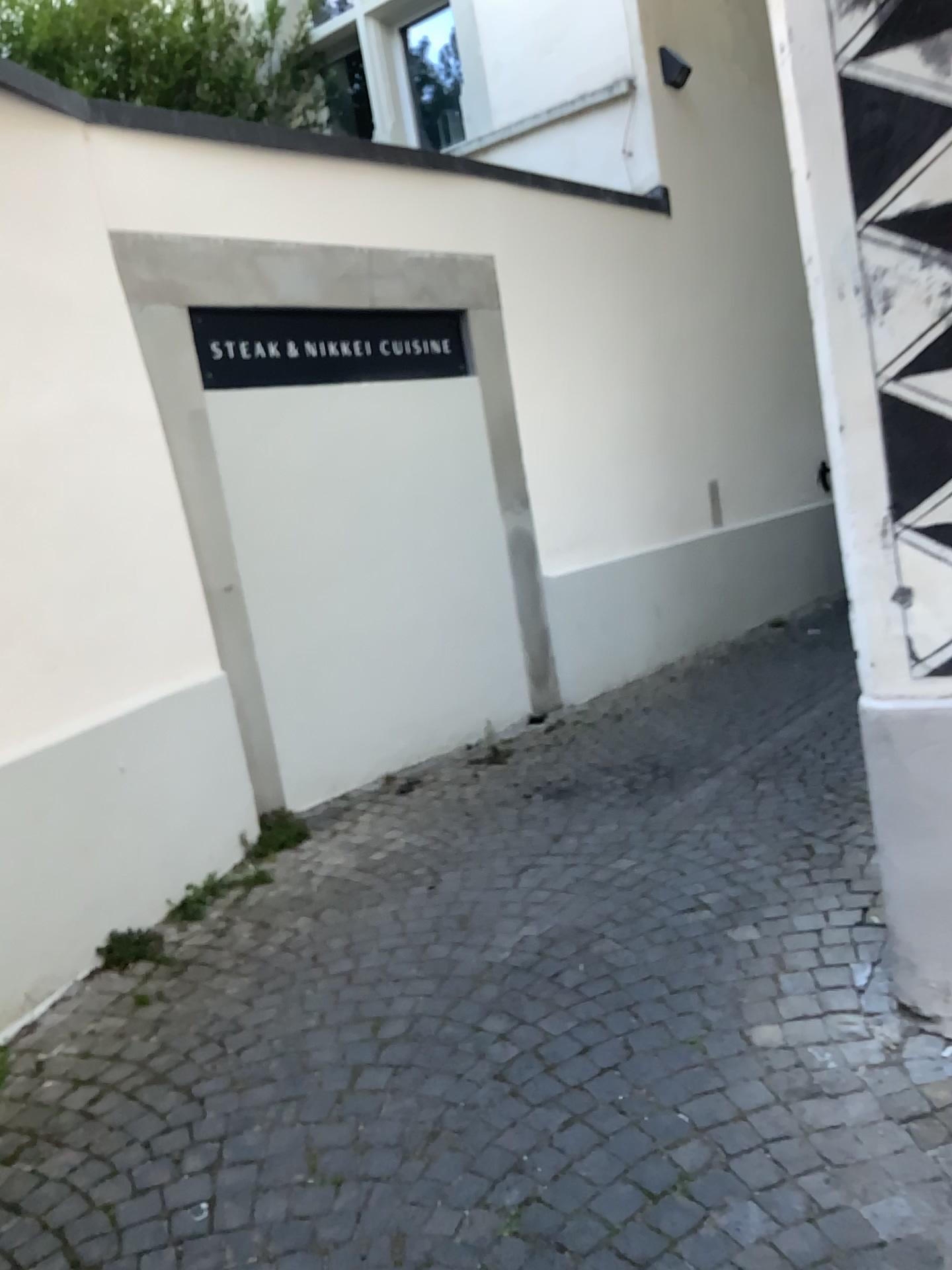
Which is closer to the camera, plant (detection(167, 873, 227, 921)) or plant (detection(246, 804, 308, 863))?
plant (detection(167, 873, 227, 921))

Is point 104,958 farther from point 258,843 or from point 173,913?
point 258,843

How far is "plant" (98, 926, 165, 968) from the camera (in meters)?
2.87

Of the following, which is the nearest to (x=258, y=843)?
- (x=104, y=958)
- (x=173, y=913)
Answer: (x=173, y=913)

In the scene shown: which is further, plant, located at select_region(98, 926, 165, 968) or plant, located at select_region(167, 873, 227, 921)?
plant, located at select_region(167, 873, 227, 921)

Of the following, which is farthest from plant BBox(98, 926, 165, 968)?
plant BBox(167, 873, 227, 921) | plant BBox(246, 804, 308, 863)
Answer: plant BBox(246, 804, 308, 863)

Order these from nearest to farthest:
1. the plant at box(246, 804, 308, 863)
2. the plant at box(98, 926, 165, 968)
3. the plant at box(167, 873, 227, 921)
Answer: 1. the plant at box(98, 926, 165, 968)
2. the plant at box(167, 873, 227, 921)
3. the plant at box(246, 804, 308, 863)

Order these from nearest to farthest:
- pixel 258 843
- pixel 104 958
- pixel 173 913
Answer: pixel 104 958
pixel 173 913
pixel 258 843

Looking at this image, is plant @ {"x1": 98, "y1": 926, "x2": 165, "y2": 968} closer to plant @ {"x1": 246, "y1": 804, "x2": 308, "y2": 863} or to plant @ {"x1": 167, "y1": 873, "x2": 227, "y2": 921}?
plant @ {"x1": 167, "y1": 873, "x2": 227, "y2": 921}

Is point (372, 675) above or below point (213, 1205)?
above
